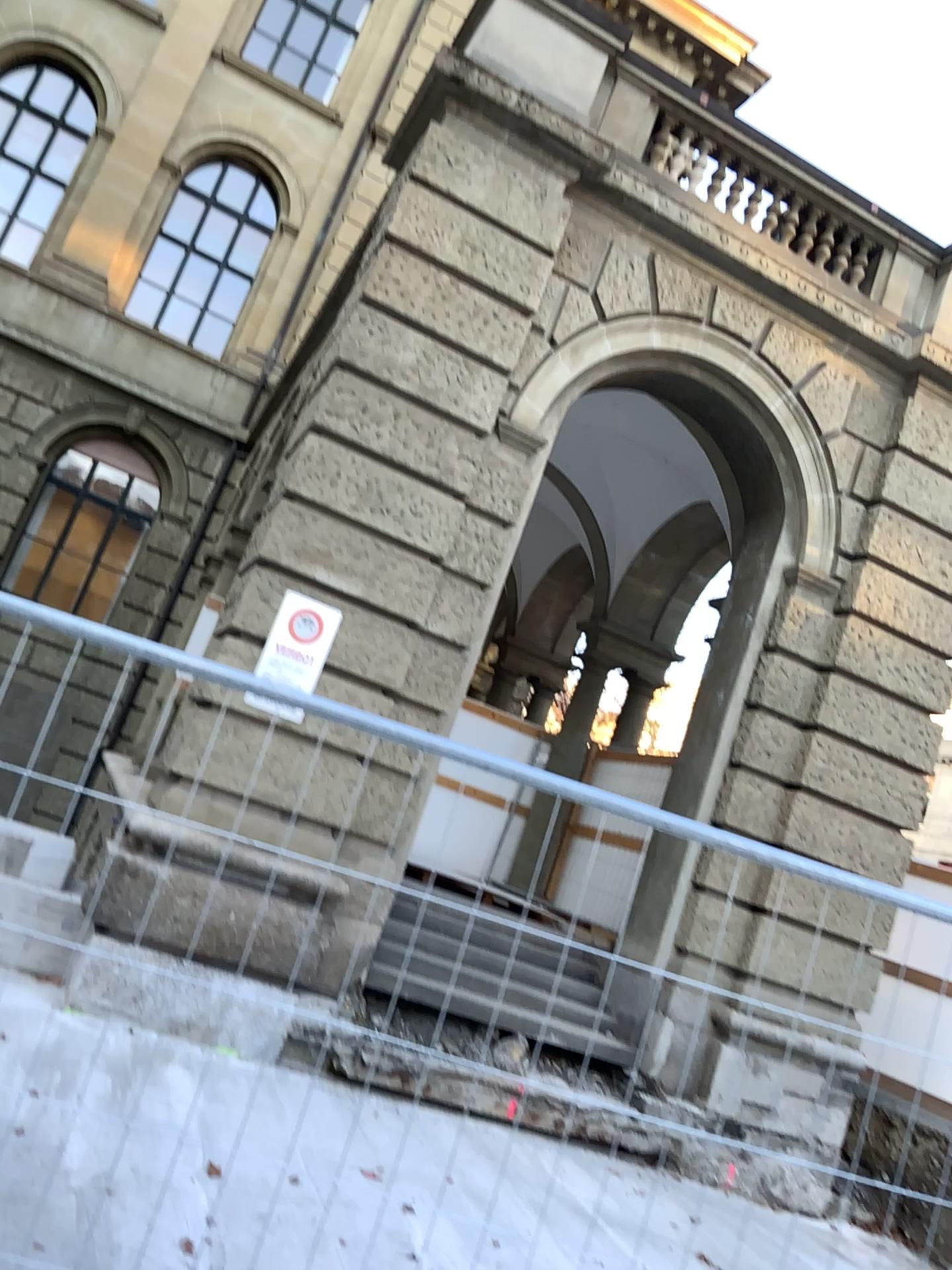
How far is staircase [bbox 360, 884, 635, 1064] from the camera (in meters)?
2.22

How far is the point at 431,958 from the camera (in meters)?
2.22

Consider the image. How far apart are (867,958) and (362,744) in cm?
122
